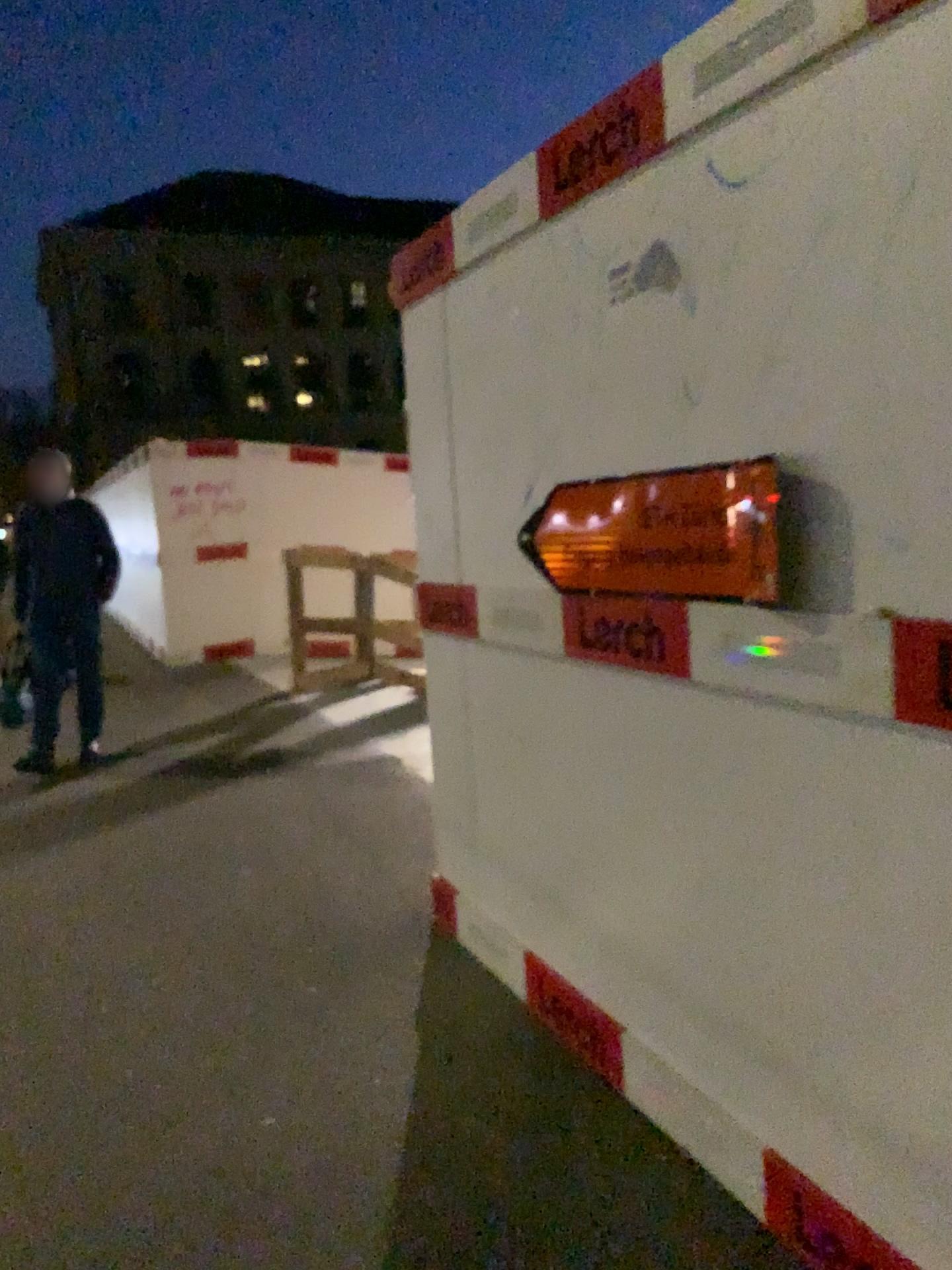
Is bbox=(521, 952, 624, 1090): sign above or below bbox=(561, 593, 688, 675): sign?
below

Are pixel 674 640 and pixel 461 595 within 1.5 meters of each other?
yes

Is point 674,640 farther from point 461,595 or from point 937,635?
point 461,595

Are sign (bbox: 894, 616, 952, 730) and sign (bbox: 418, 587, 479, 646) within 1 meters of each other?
no

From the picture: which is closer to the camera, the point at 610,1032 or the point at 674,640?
the point at 674,640

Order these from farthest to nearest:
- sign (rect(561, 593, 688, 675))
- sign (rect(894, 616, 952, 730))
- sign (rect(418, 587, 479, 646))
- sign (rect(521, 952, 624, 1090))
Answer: sign (rect(418, 587, 479, 646))
sign (rect(521, 952, 624, 1090))
sign (rect(561, 593, 688, 675))
sign (rect(894, 616, 952, 730))

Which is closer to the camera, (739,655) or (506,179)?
(739,655)

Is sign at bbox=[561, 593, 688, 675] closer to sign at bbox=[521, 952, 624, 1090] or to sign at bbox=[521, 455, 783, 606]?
sign at bbox=[521, 455, 783, 606]

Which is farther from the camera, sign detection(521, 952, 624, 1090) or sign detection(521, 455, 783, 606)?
sign detection(521, 952, 624, 1090)

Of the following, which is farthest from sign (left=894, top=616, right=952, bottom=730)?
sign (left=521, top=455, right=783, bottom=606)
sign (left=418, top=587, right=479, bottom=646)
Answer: sign (left=418, top=587, right=479, bottom=646)
